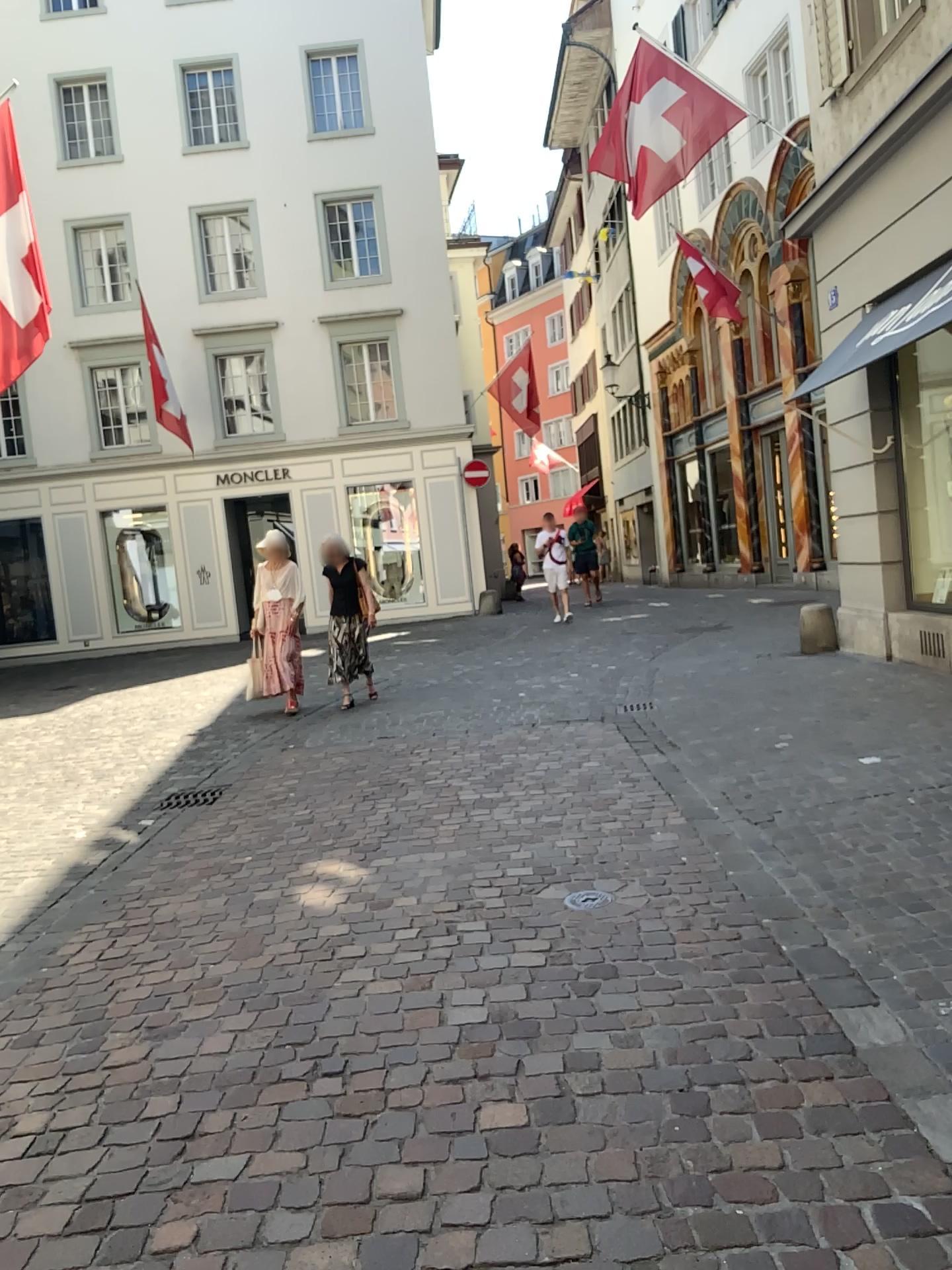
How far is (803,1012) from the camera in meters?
2.9 m
